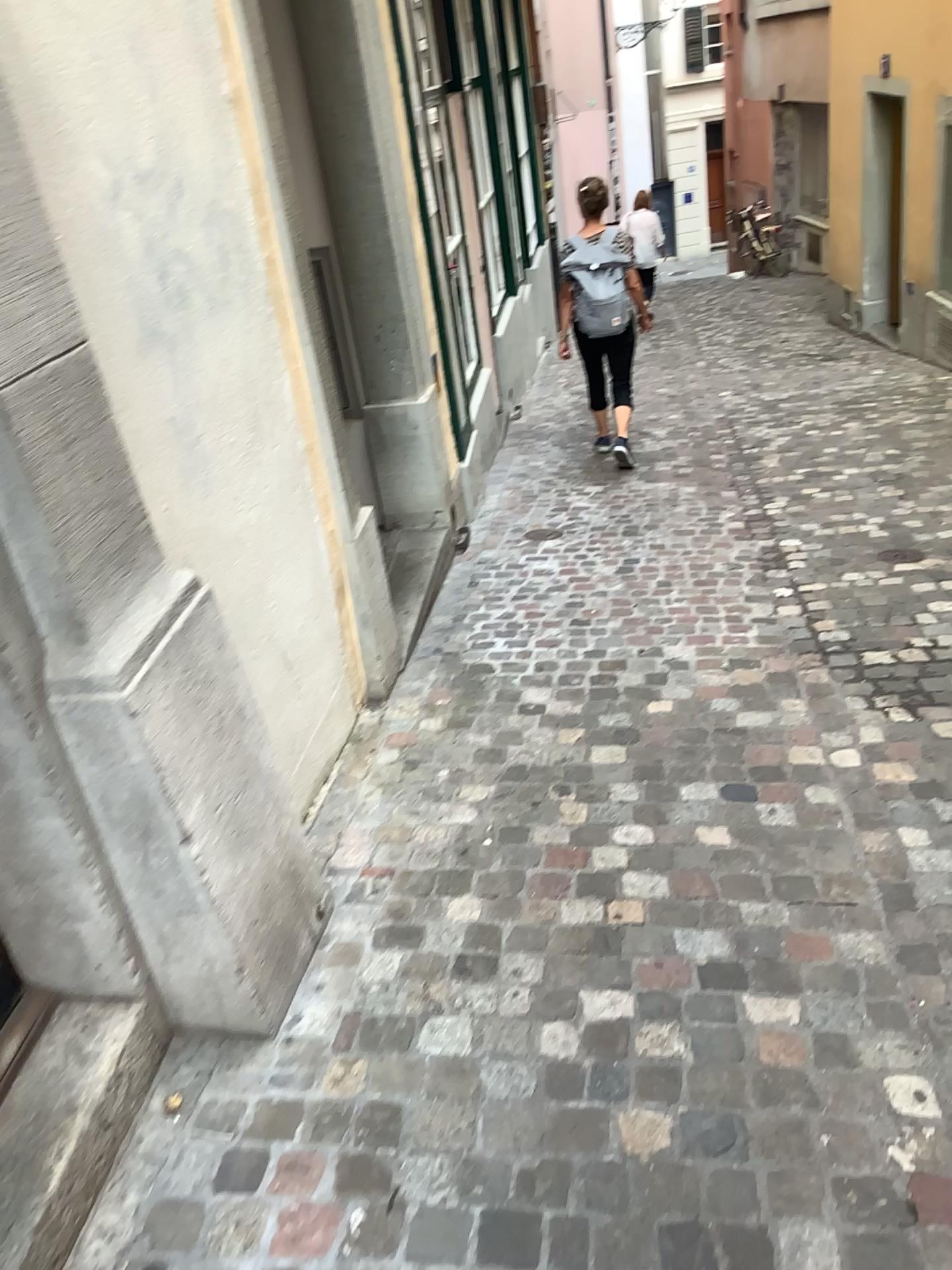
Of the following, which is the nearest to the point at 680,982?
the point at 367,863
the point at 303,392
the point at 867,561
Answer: the point at 367,863
